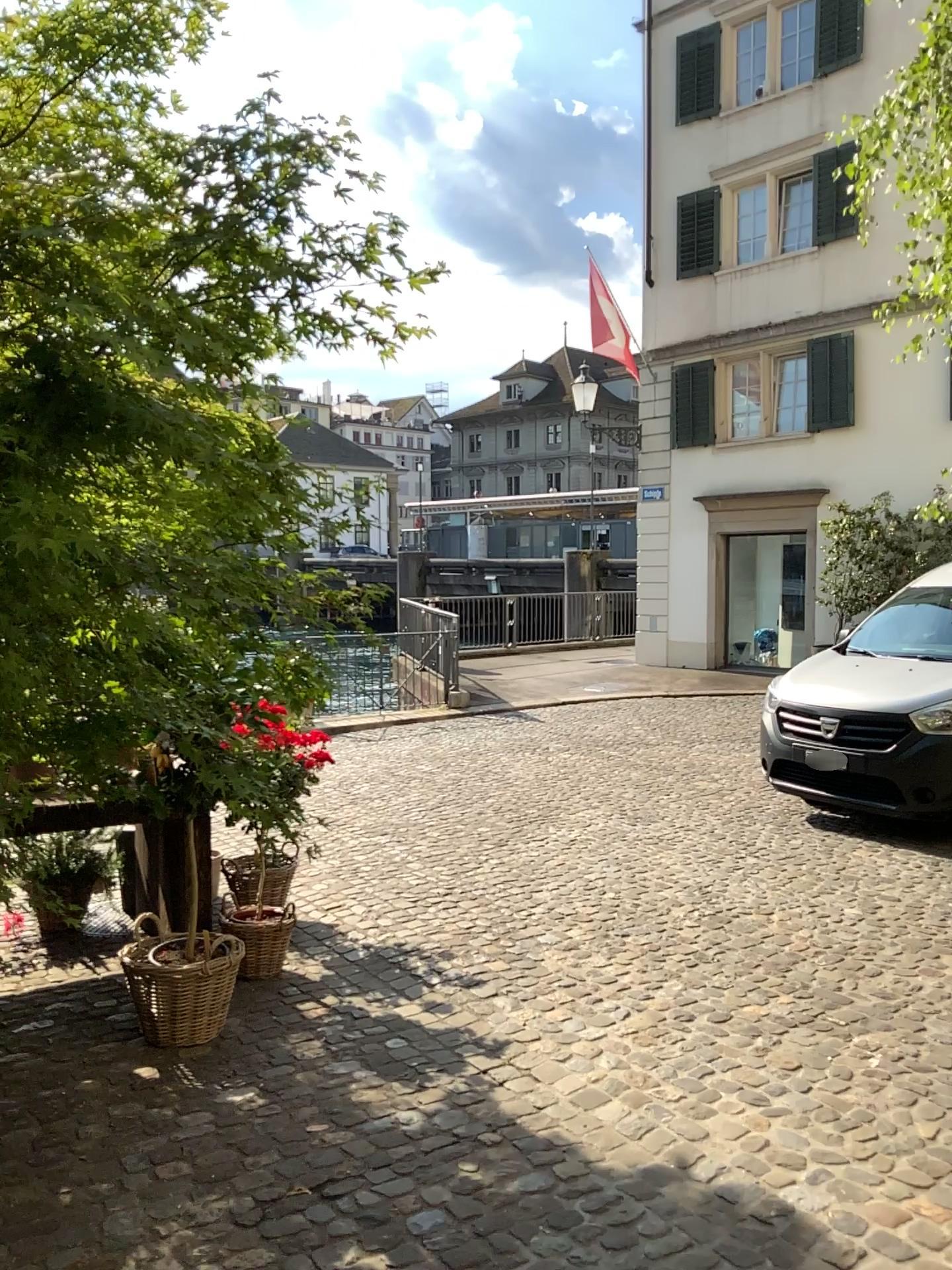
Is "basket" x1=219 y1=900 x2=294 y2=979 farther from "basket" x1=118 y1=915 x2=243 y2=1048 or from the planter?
"basket" x1=118 y1=915 x2=243 y2=1048

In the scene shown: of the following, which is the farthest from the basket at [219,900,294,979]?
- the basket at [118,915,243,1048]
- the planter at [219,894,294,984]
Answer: the basket at [118,915,243,1048]

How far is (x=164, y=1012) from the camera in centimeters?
356cm

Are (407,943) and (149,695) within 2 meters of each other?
no

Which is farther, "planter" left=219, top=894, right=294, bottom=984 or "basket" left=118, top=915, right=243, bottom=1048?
"planter" left=219, top=894, right=294, bottom=984

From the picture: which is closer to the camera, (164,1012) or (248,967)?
(164,1012)

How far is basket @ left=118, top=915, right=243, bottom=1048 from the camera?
3.56m

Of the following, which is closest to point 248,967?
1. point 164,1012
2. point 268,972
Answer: point 268,972

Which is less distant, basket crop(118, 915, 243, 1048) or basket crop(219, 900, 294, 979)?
basket crop(118, 915, 243, 1048)
